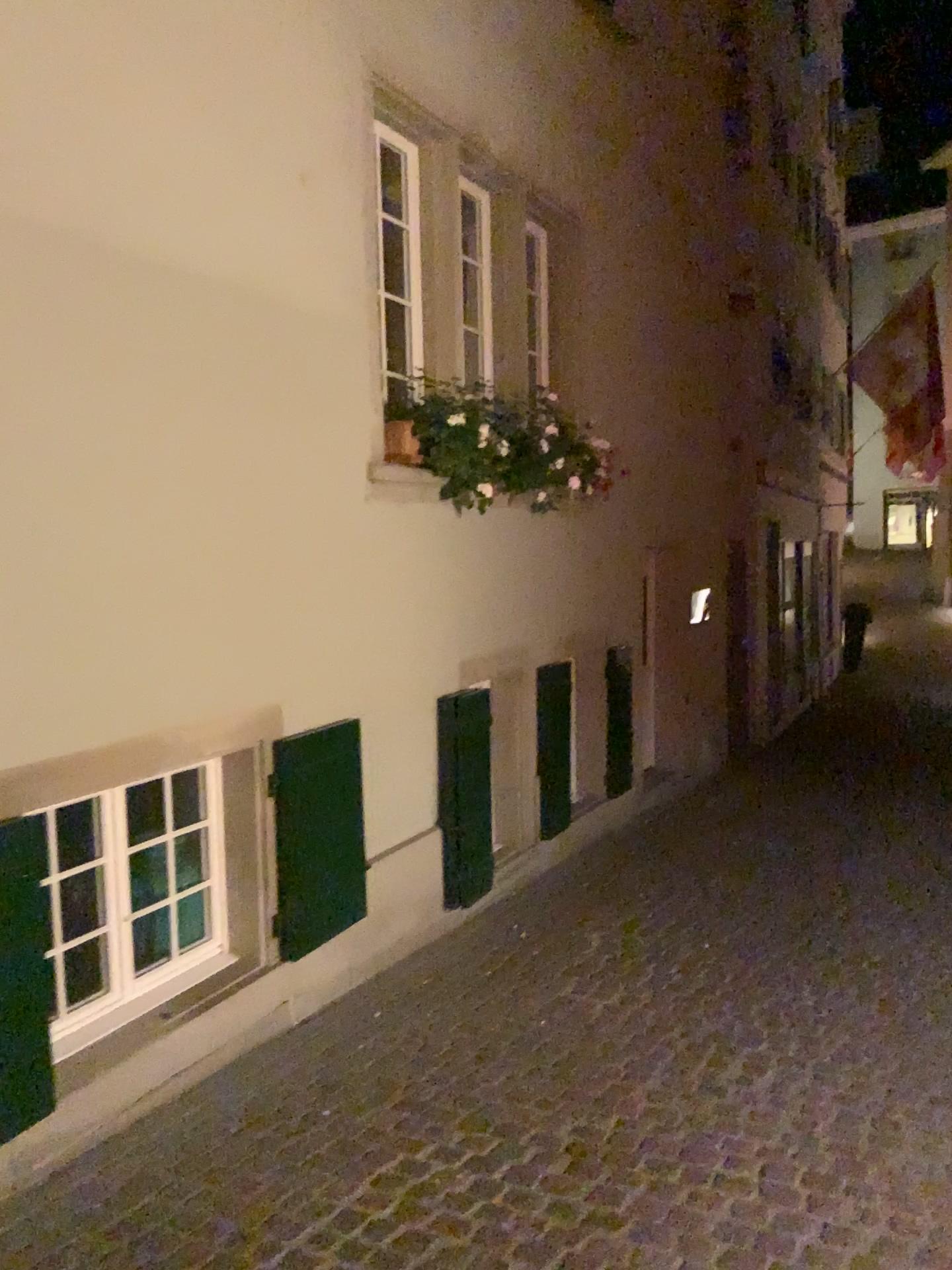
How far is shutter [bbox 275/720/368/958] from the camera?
4.04m

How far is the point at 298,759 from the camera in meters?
4.0

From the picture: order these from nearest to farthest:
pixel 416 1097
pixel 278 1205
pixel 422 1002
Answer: pixel 278 1205, pixel 416 1097, pixel 422 1002
